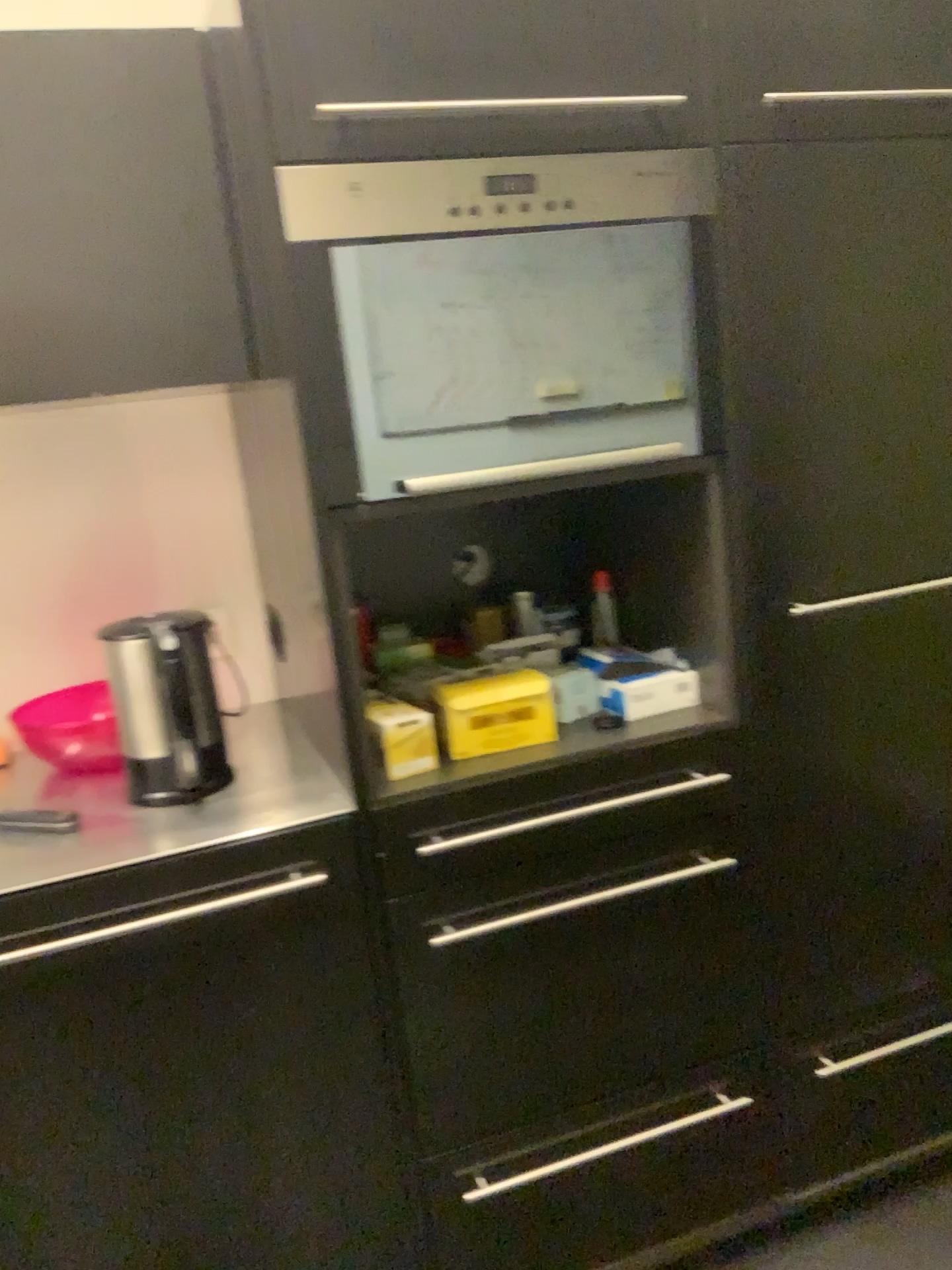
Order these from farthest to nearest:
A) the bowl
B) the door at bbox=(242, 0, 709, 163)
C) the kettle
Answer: the bowl, the kettle, the door at bbox=(242, 0, 709, 163)

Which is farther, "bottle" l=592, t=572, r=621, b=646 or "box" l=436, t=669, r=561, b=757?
"bottle" l=592, t=572, r=621, b=646

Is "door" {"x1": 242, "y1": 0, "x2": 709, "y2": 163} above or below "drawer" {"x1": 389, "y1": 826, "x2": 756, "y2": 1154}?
above

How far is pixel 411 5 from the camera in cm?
117

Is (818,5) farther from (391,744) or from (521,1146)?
(521,1146)

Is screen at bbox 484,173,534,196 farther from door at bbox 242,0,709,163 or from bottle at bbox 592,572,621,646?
bottle at bbox 592,572,621,646

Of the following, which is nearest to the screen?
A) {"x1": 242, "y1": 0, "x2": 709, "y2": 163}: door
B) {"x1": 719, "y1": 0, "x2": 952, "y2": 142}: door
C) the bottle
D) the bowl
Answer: {"x1": 242, "y1": 0, "x2": 709, "y2": 163}: door

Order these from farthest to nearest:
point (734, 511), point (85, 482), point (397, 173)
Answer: point (85, 482) < point (734, 511) < point (397, 173)

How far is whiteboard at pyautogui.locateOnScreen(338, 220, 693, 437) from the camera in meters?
1.3

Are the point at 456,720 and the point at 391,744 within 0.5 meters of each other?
yes
